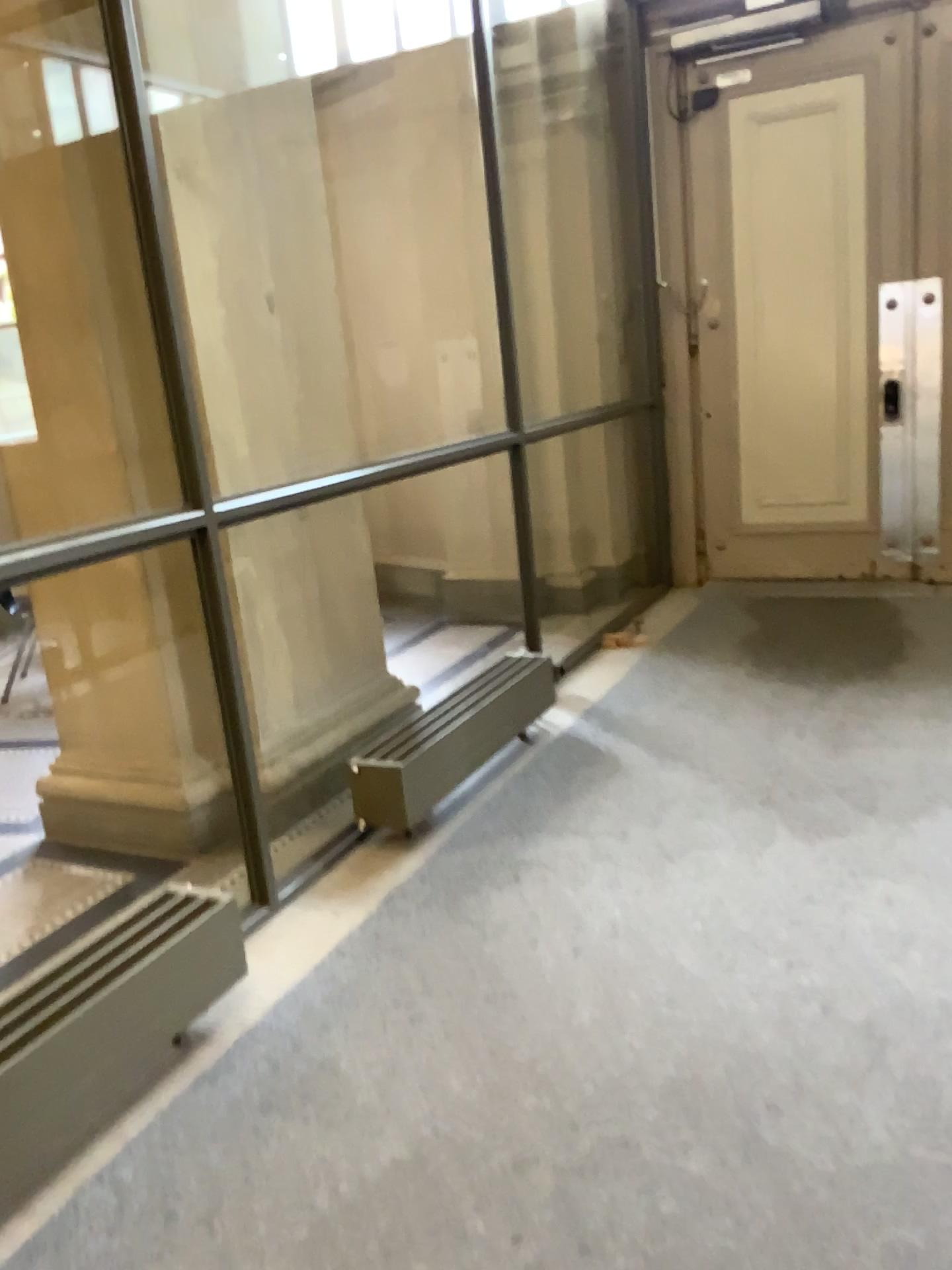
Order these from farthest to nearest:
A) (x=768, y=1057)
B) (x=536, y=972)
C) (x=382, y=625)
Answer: (x=382, y=625), (x=536, y=972), (x=768, y=1057)

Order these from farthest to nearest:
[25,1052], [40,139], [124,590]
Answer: [124,590] → [40,139] → [25,1052]

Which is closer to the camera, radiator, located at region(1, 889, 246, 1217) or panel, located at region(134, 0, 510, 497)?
radiator, located at region(1, 889, 246, 1217)

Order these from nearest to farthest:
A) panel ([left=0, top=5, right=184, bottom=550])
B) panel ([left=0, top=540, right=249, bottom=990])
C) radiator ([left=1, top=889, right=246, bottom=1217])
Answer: radiator ([left=1, top=889, right=246, bottom=1217]) < panel ([left=0, top=5, right=184, bottom=550]) < panel ([left=0, top=540, right=249, bottom=990])

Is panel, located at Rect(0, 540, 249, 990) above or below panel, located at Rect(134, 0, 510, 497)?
below

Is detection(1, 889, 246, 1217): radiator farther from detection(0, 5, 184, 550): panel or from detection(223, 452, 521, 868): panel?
detection(0, 5, 184, 550): panel

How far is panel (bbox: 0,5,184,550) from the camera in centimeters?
308cm

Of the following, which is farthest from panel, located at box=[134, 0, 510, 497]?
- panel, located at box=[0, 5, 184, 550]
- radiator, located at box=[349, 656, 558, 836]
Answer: radiator, located at box=[349, 656, 558, 836]

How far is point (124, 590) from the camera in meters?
3.4 m

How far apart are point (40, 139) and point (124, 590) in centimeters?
136cm
